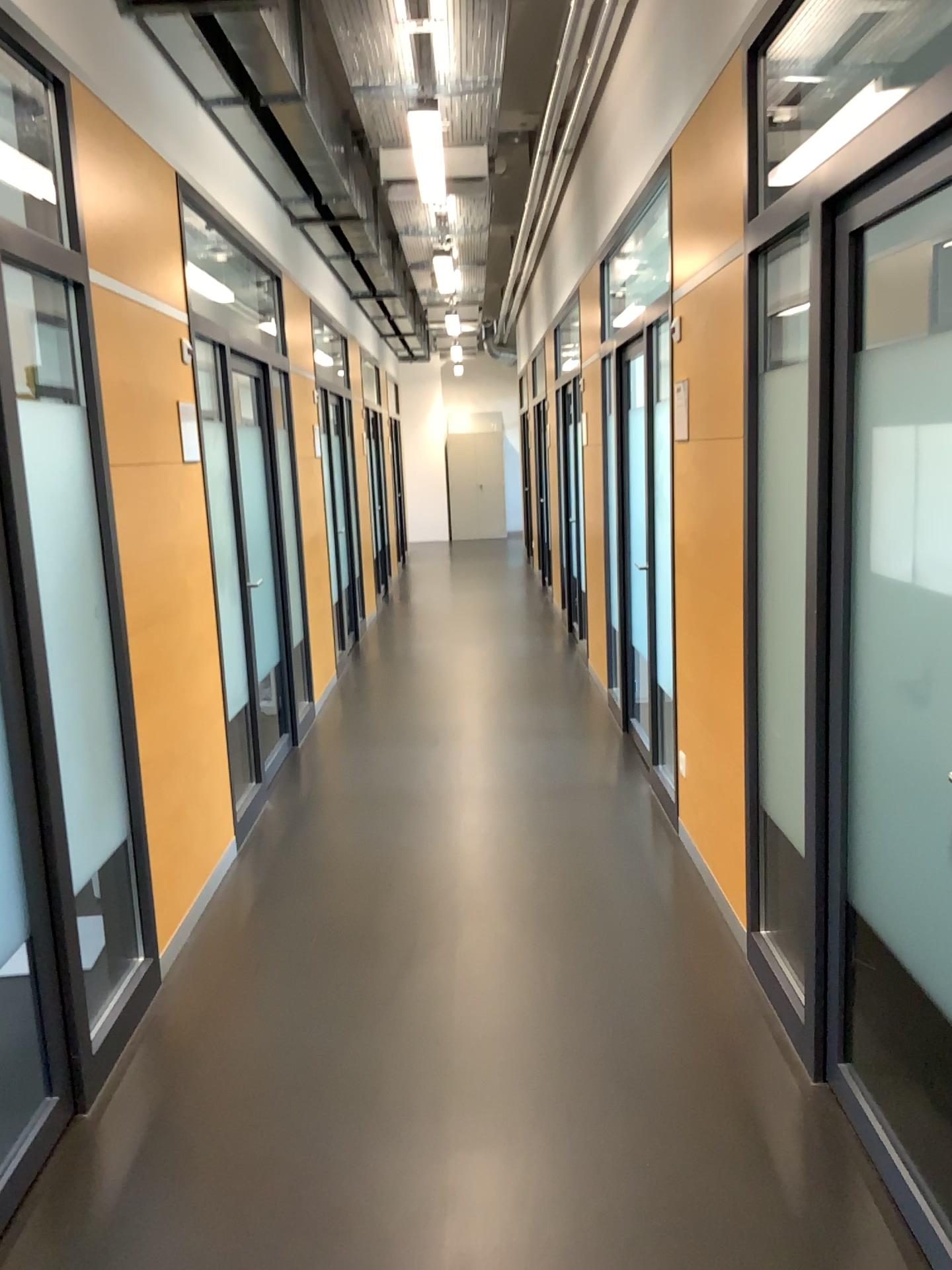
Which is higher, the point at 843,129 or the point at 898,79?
the point at 898,79

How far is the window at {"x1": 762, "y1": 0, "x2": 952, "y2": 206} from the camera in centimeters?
308cm

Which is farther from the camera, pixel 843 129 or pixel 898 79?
pixel 898 79

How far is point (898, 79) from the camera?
3.08m

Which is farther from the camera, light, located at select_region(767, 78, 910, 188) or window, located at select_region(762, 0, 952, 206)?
window, located at select_region(762, 0, 952, 206)

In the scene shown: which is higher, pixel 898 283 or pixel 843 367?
pixel 898 283
